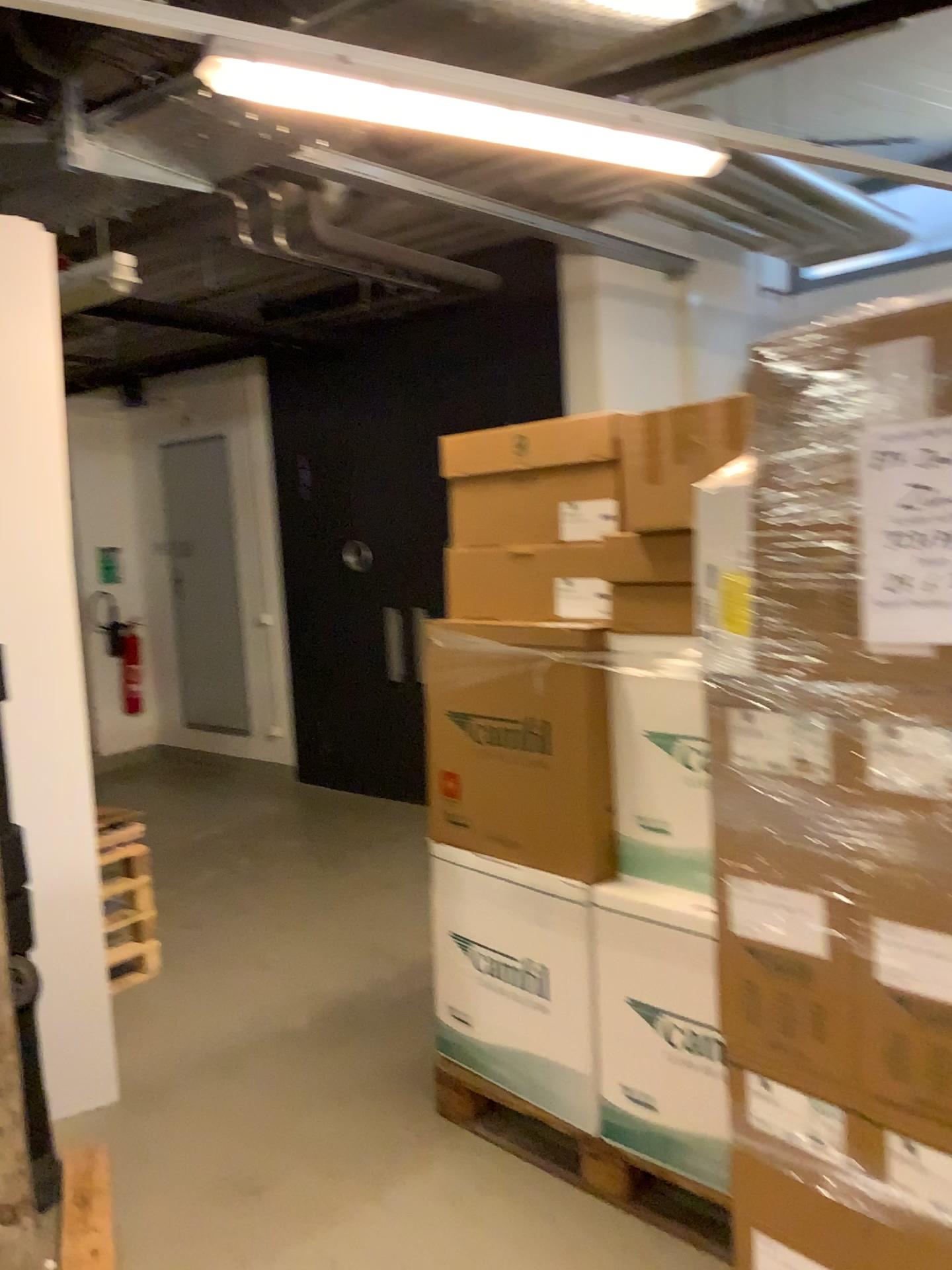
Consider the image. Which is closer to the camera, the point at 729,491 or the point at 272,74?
the point at 729,491

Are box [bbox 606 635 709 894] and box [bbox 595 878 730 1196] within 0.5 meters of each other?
yes

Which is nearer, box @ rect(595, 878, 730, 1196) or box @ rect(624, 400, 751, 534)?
box @ rect(624, 400, 751, 534)

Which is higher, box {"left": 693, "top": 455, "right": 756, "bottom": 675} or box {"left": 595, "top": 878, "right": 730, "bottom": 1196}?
box {"left": 693, "top": 455, "right": 756, "bottom": 675}

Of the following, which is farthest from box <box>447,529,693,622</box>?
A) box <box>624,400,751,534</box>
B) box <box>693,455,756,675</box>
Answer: box <box>693,455,756,675</box>

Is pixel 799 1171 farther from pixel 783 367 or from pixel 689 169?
pixel 689 169

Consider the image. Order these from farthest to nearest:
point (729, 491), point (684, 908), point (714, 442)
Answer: point (684, 908)
point (714, 442)
point (729, 491)

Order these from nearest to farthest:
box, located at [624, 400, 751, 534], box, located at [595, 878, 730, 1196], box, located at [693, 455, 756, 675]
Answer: box, located at [693, 455, 756, 675]
box, located at [624, 400, 751, 534]
box, located at [595, 878, 730, 1196]

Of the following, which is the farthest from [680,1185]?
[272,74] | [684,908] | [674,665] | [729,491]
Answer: [272,74]

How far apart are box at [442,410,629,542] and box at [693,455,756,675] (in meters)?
0.80
